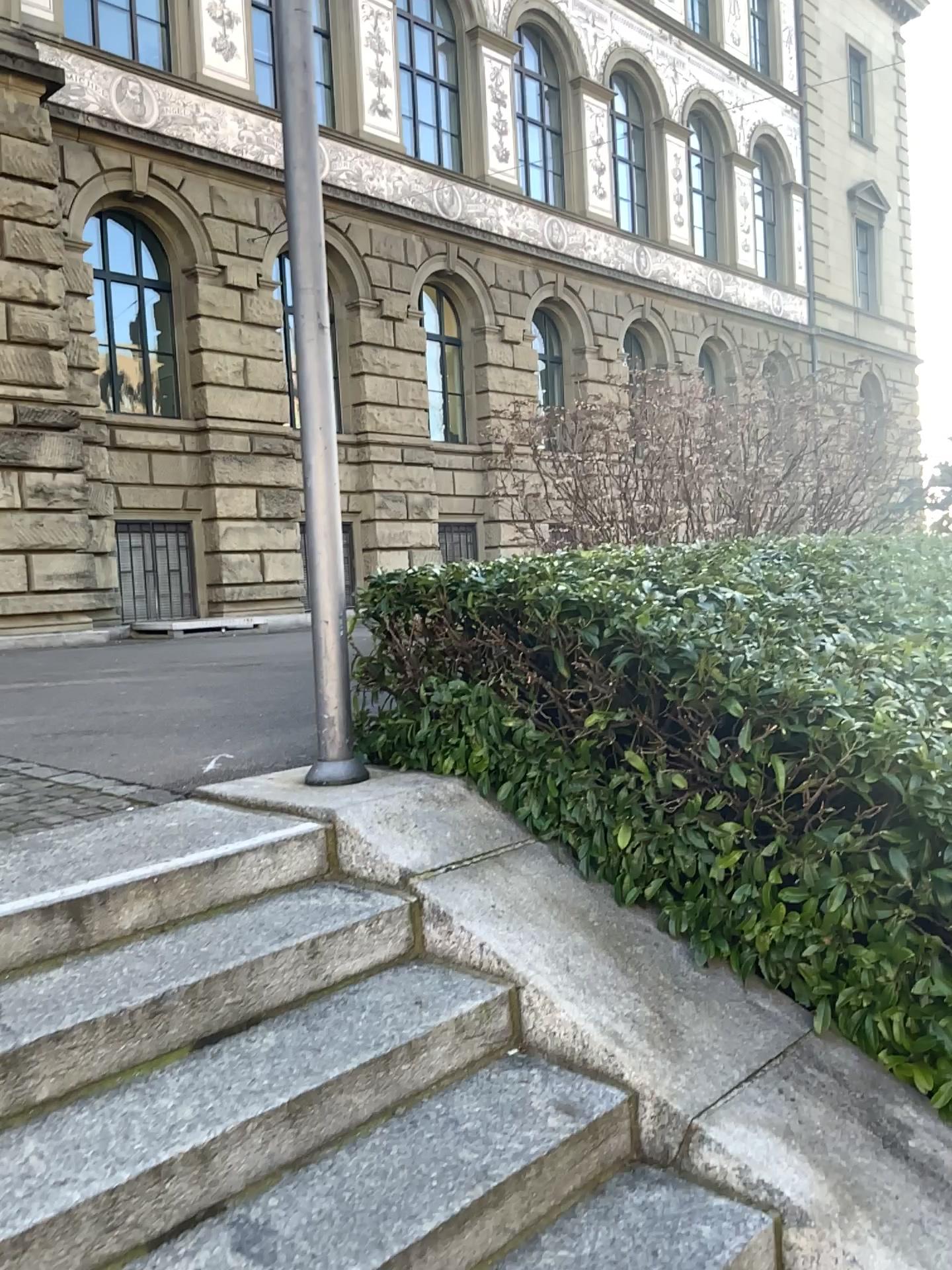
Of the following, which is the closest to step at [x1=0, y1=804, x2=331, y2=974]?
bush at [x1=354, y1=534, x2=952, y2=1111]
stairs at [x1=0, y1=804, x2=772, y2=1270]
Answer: stairs at [x1=0, y1=804, x2=772, y2=1270]

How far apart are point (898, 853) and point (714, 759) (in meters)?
0.52

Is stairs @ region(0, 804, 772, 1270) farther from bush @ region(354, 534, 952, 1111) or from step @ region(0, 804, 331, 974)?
bush @ region(354, 534, 952, 1111)

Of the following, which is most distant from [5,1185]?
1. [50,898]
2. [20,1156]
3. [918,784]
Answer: [918,784]

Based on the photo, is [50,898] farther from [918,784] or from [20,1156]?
[918,784]

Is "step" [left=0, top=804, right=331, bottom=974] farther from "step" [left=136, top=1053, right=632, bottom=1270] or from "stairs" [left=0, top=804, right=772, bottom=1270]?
"step" [left=136, top=1053, right=632, bottom=1270]

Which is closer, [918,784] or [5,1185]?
[5,1185]

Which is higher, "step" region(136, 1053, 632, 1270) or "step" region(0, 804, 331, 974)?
"step" region(0, 804, 331, 974)

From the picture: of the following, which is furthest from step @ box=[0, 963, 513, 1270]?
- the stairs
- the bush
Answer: the bush

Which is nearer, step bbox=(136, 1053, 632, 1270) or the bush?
step bbox=(136, 1053, 632, 1270)
